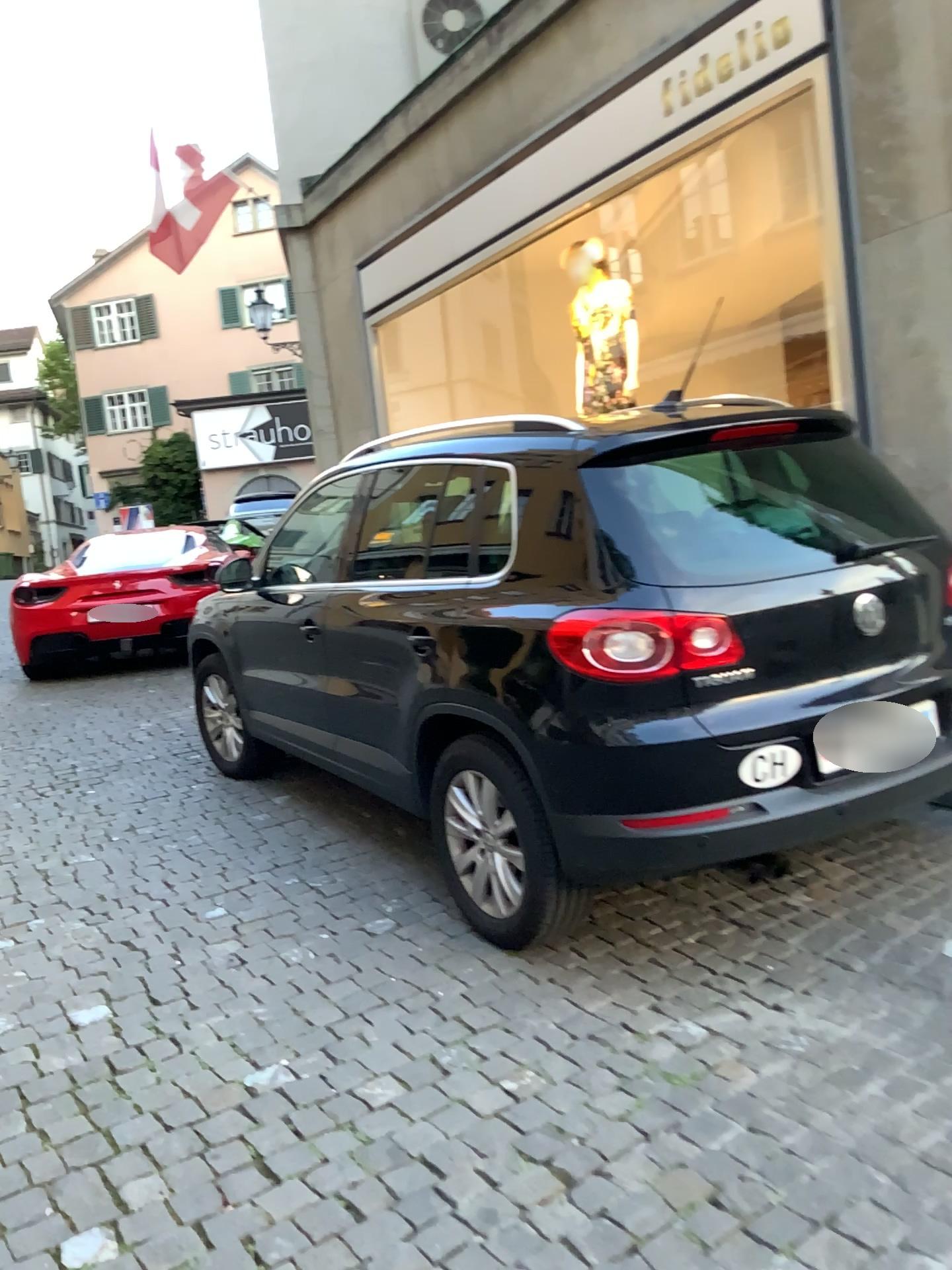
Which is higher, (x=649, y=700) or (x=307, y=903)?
(x=649, y=700)
